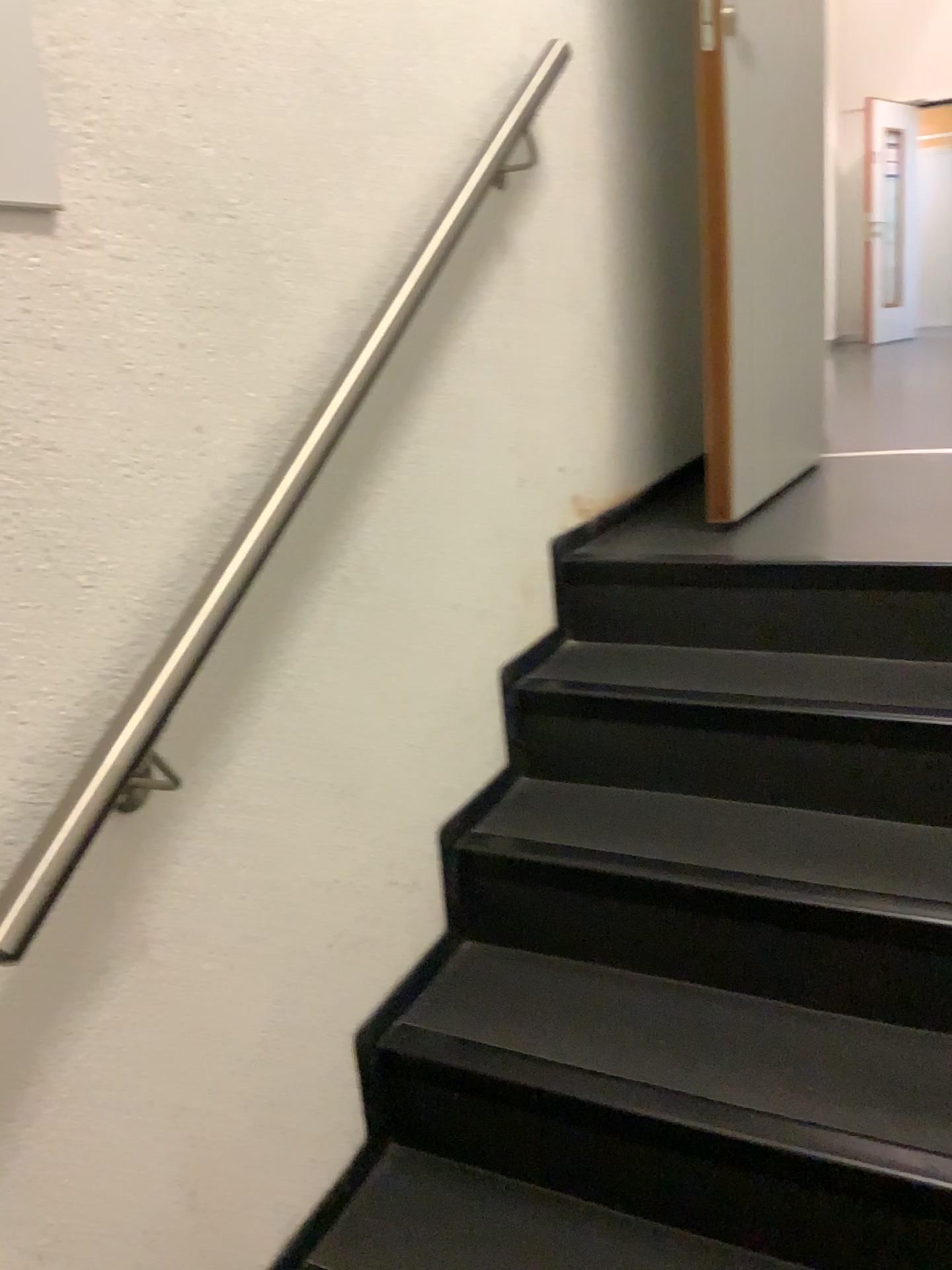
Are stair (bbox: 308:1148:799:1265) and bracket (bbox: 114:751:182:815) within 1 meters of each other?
yes

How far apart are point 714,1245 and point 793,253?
1.9m

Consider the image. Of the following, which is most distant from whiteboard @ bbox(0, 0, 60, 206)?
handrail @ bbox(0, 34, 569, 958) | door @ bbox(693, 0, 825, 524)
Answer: door @ bbox(693, 0, 825, 524)

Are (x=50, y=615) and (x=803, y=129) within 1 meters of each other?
no

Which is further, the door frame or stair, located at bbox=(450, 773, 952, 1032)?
the door frame

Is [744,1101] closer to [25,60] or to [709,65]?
[25,60]

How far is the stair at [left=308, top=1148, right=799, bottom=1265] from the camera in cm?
131

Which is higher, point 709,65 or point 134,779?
point 709,65

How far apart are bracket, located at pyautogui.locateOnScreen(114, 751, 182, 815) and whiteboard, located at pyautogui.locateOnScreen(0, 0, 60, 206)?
0.5m

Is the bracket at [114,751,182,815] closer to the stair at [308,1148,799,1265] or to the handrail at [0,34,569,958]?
the handrail at [0,34,569,958]
